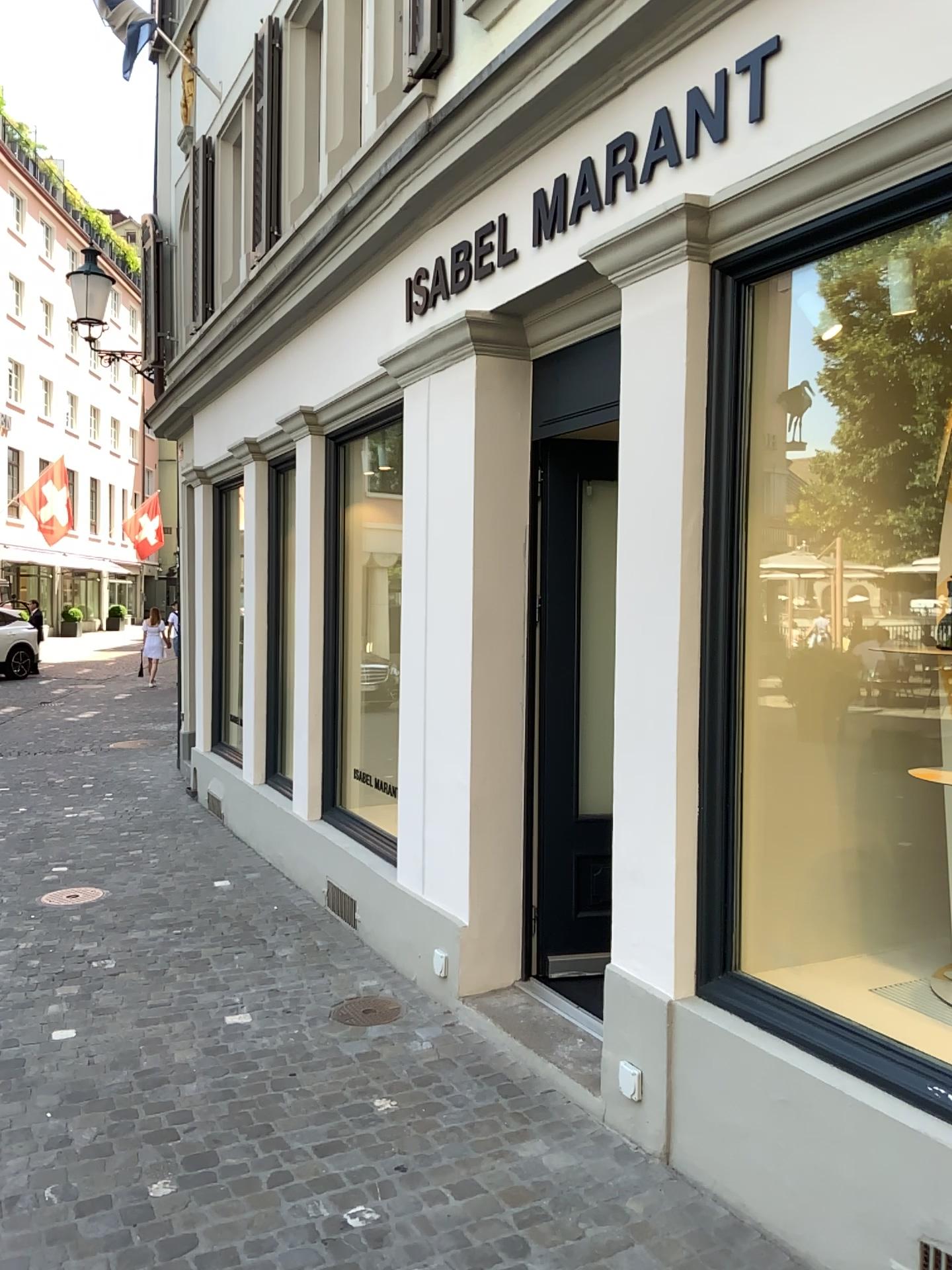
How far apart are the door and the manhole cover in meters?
0.6

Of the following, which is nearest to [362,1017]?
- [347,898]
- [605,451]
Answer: [347,898]

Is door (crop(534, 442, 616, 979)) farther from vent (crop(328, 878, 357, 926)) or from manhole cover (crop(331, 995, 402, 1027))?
vent (crop(328, 878, 357, 926))

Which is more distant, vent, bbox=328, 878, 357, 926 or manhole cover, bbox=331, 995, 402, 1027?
vent, bbox=328, 878, 357, 926

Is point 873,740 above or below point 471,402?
below

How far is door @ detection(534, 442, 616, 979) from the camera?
4.2 meters

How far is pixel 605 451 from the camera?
4.2 meters

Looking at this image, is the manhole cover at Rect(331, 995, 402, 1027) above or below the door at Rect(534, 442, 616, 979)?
below

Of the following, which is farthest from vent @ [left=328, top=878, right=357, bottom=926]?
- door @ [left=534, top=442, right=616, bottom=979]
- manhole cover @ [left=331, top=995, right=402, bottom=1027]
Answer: door @ [left=534, top=442, right=616, bottom=979]

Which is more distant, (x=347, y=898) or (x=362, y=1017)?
(x=347, y=898)
